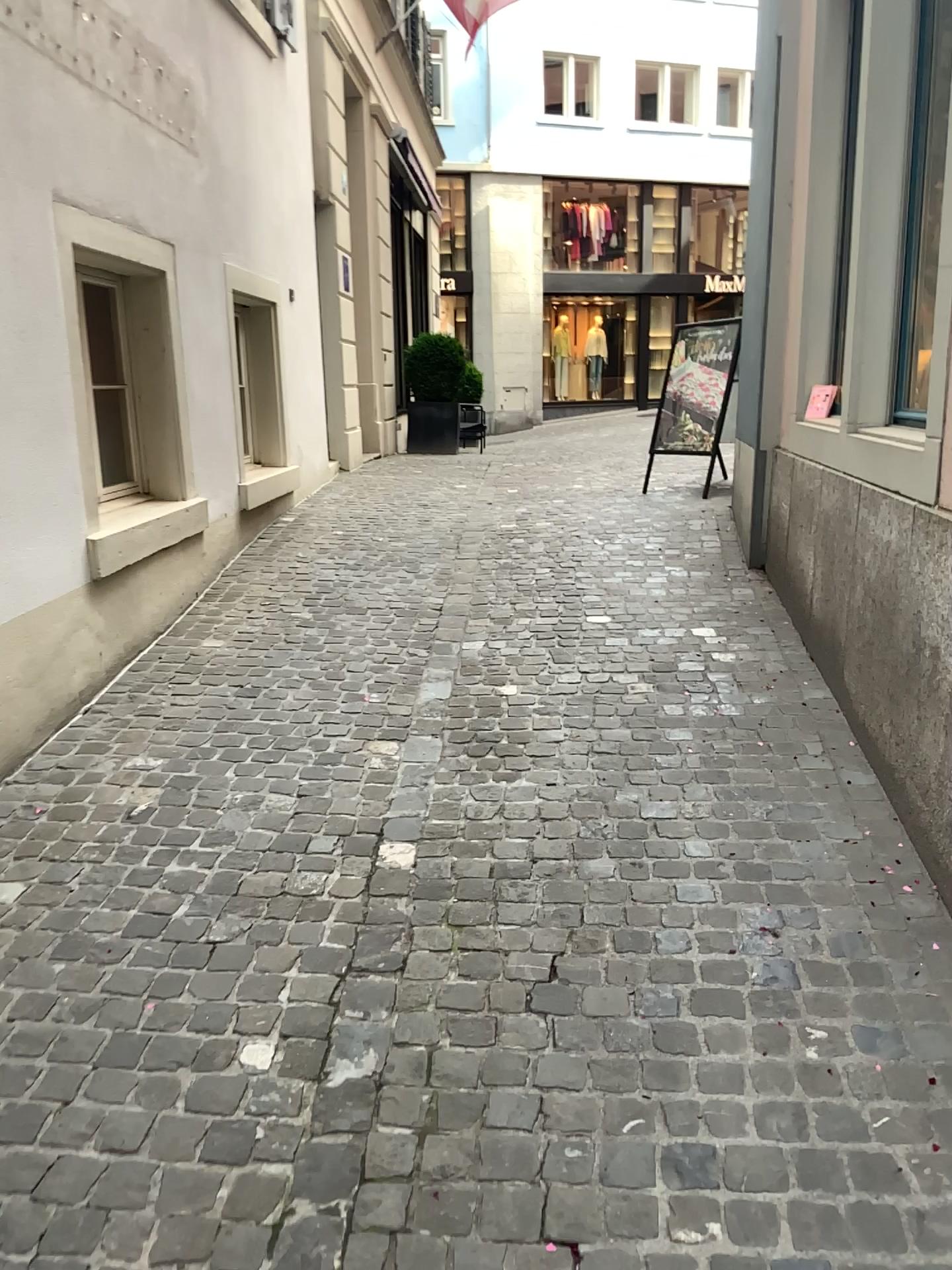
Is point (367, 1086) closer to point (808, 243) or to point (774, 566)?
point (774, 566)
